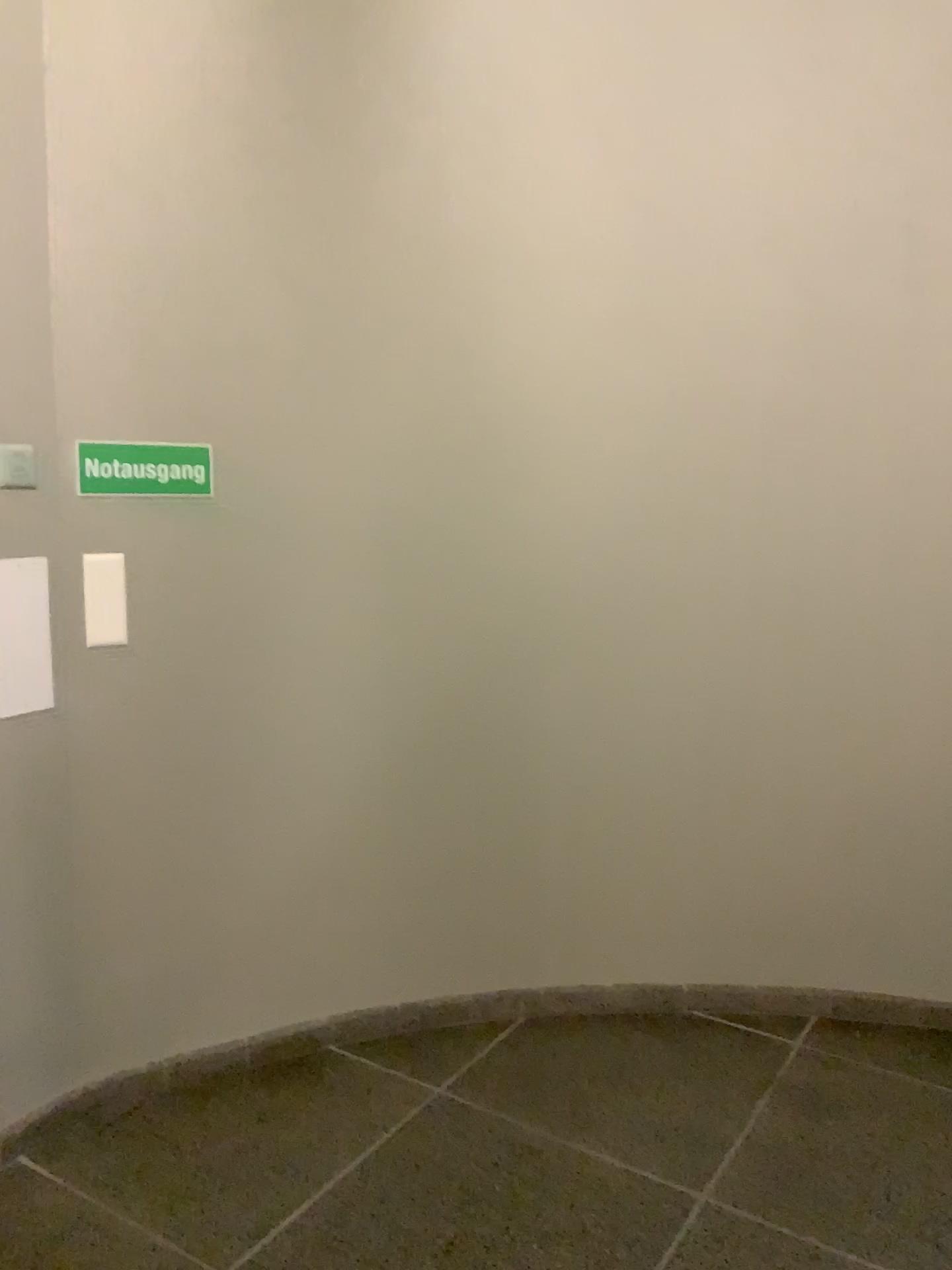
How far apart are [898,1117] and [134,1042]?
1.8m

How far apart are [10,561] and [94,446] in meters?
0.3

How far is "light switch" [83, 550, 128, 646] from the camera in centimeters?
232cm

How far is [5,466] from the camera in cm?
215

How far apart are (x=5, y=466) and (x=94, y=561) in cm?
27

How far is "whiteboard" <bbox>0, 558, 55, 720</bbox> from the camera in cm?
219

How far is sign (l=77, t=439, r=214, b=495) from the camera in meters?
2.3 m

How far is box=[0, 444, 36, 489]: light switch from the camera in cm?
215
